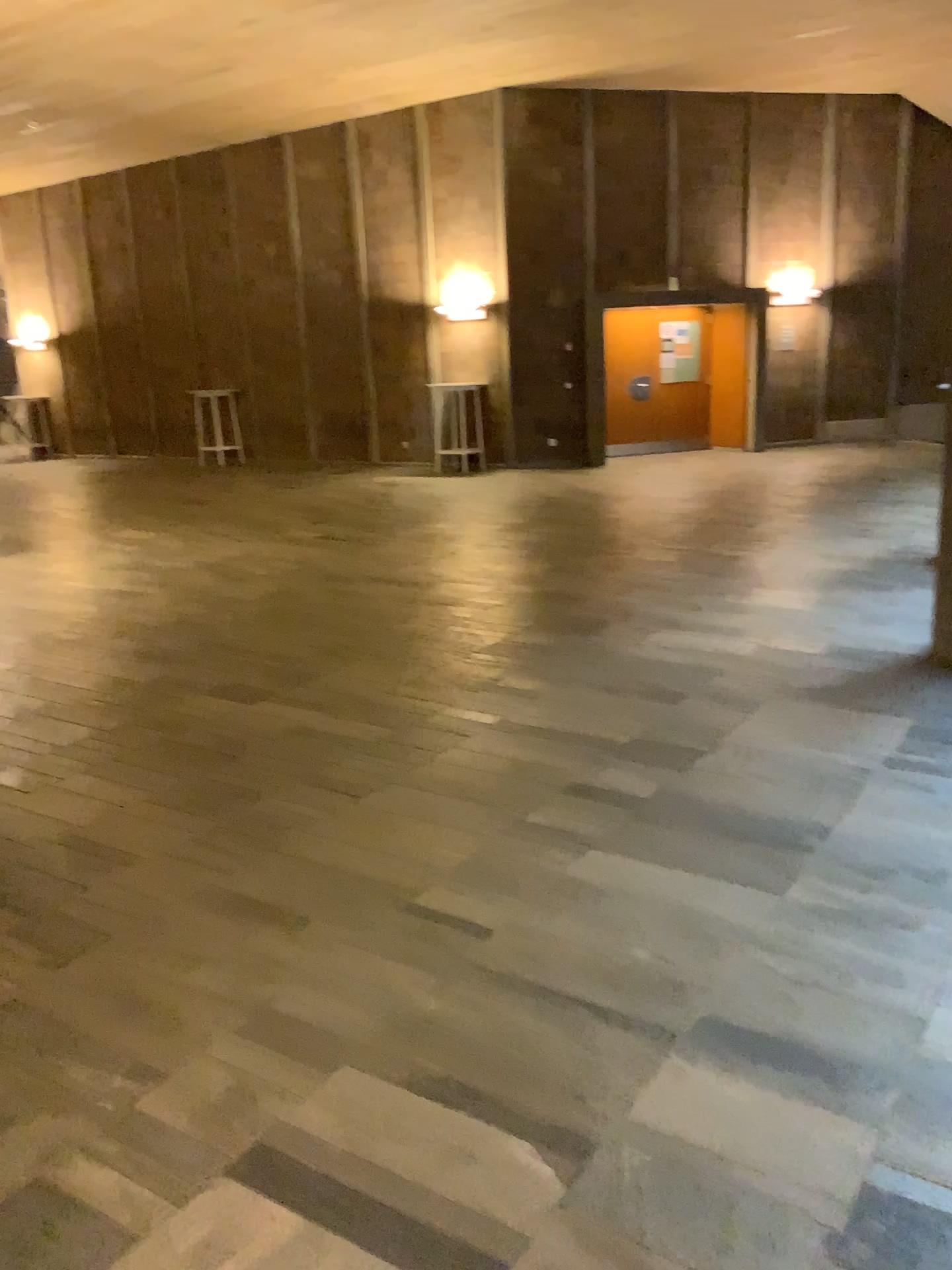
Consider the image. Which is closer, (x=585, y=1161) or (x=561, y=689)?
(x=585, y=1161)
